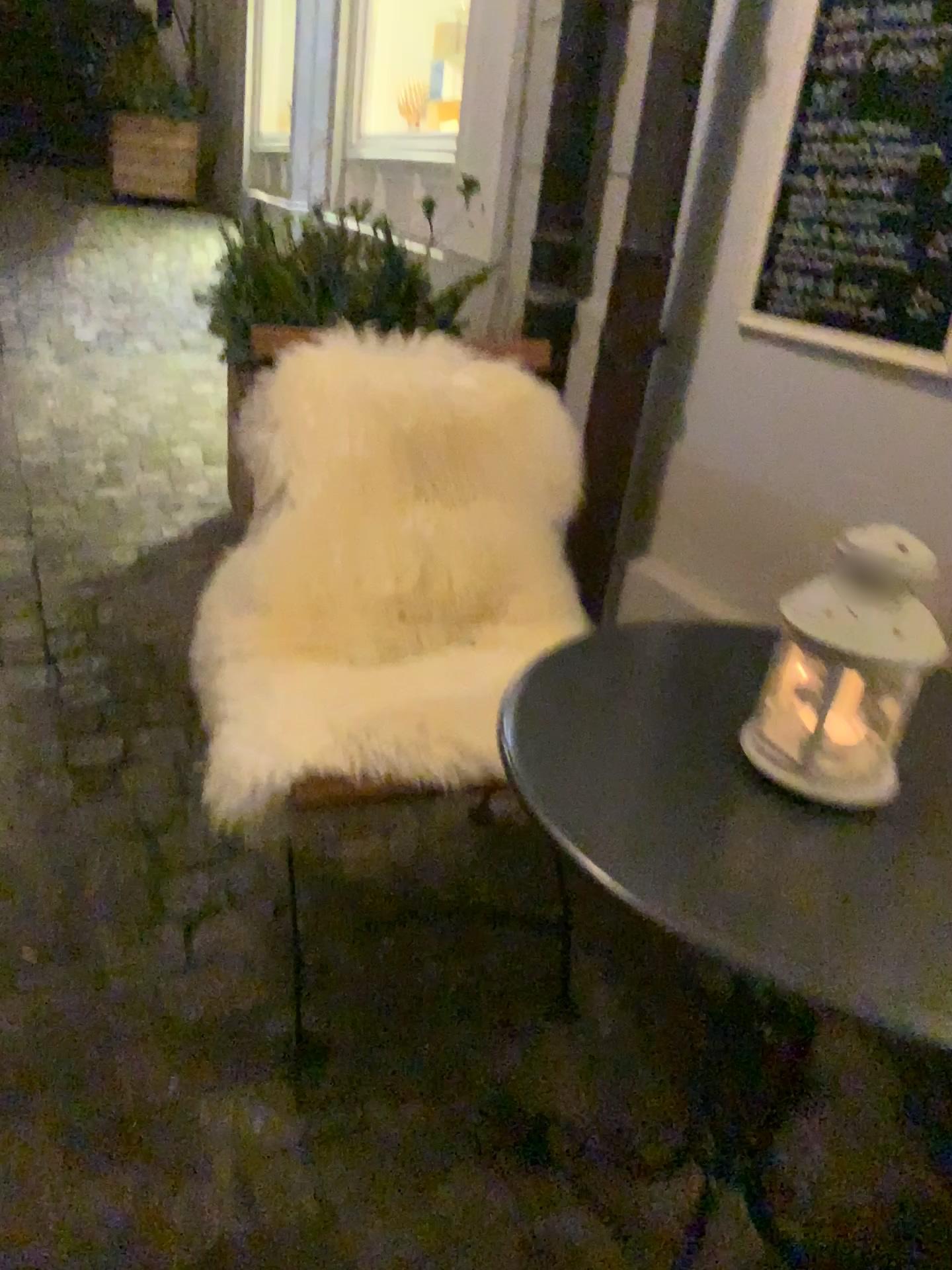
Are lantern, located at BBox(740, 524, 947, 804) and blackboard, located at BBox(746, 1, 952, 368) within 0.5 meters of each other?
no

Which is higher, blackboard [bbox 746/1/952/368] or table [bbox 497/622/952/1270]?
blackboard [bbox 746/1/952/368]

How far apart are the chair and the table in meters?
0.3

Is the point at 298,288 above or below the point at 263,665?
above

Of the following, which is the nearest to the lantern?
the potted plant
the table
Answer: the table

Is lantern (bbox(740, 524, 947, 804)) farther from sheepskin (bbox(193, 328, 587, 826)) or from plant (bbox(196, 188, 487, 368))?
plant (bbox(196, 188, 487, 368))

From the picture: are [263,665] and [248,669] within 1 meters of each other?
yes

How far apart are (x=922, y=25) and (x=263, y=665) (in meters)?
1.31

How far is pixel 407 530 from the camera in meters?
1.5 m

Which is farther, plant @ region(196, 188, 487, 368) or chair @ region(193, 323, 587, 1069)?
plant @ region(196, 188, 487, 368)
